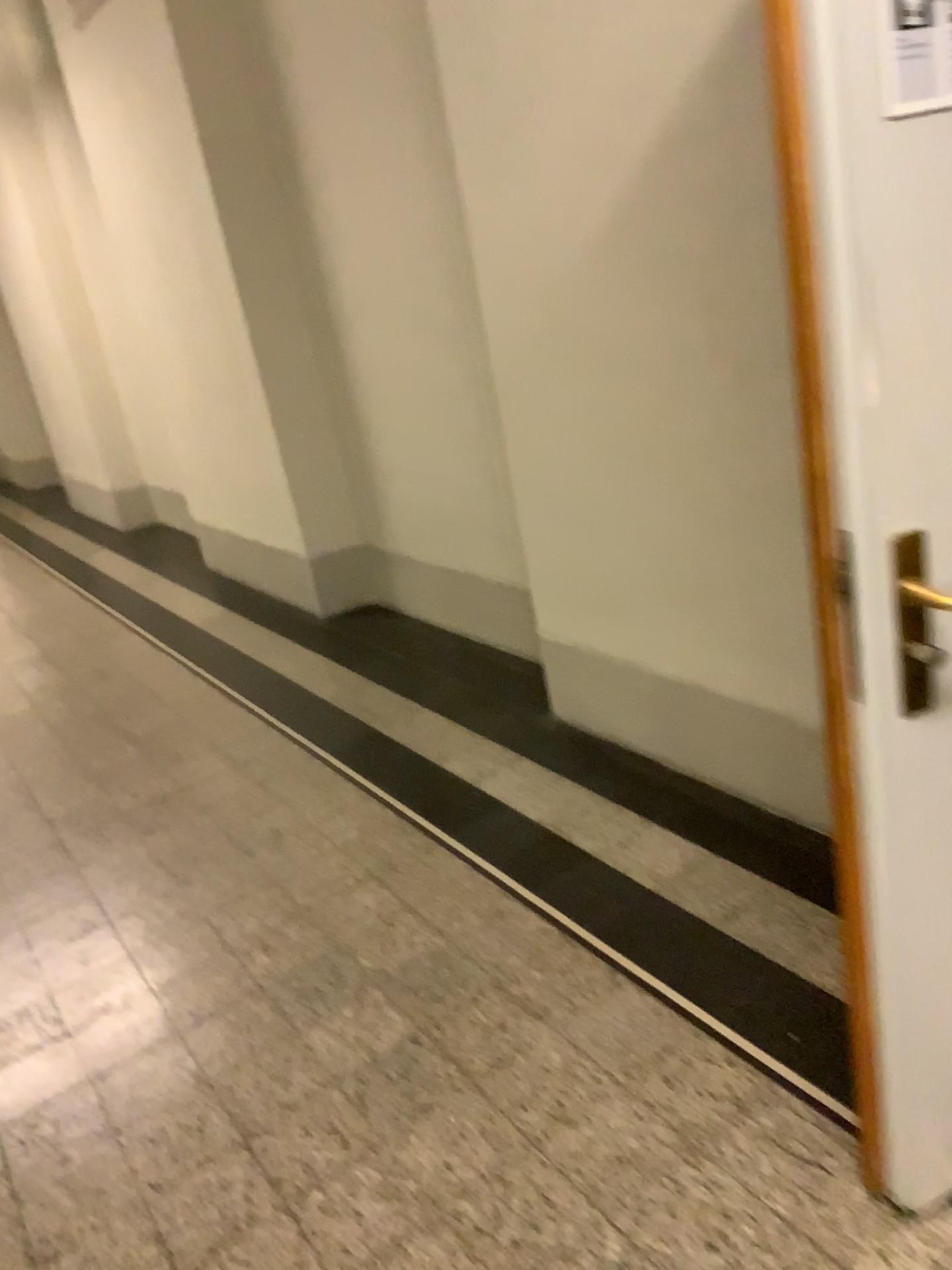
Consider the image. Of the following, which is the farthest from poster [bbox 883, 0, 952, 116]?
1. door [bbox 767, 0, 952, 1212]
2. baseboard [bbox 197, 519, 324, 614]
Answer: baseboard [bbox 197, 519, 324, 614]

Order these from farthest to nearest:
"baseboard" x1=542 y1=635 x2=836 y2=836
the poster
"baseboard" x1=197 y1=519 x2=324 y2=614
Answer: "baseboard" x1=197 y1=519 x2=324 y2=614 < "baseboard" x1=542 y1=635 x2=836 y2=836 < the poster

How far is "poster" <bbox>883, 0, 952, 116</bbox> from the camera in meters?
1.1 m

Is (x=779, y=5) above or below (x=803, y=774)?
above

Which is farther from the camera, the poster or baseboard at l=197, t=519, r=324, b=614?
baseboard at l=197, t=519, r=324, b=614

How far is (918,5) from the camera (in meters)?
1.09

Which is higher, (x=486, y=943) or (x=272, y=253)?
(x=272, y=253)

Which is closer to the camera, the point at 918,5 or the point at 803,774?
the point at 918,5

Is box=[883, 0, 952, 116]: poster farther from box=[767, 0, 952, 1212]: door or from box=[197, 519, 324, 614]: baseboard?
box=[197, 519, 324, 614]: baseboard

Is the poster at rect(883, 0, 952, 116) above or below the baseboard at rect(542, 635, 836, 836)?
above
